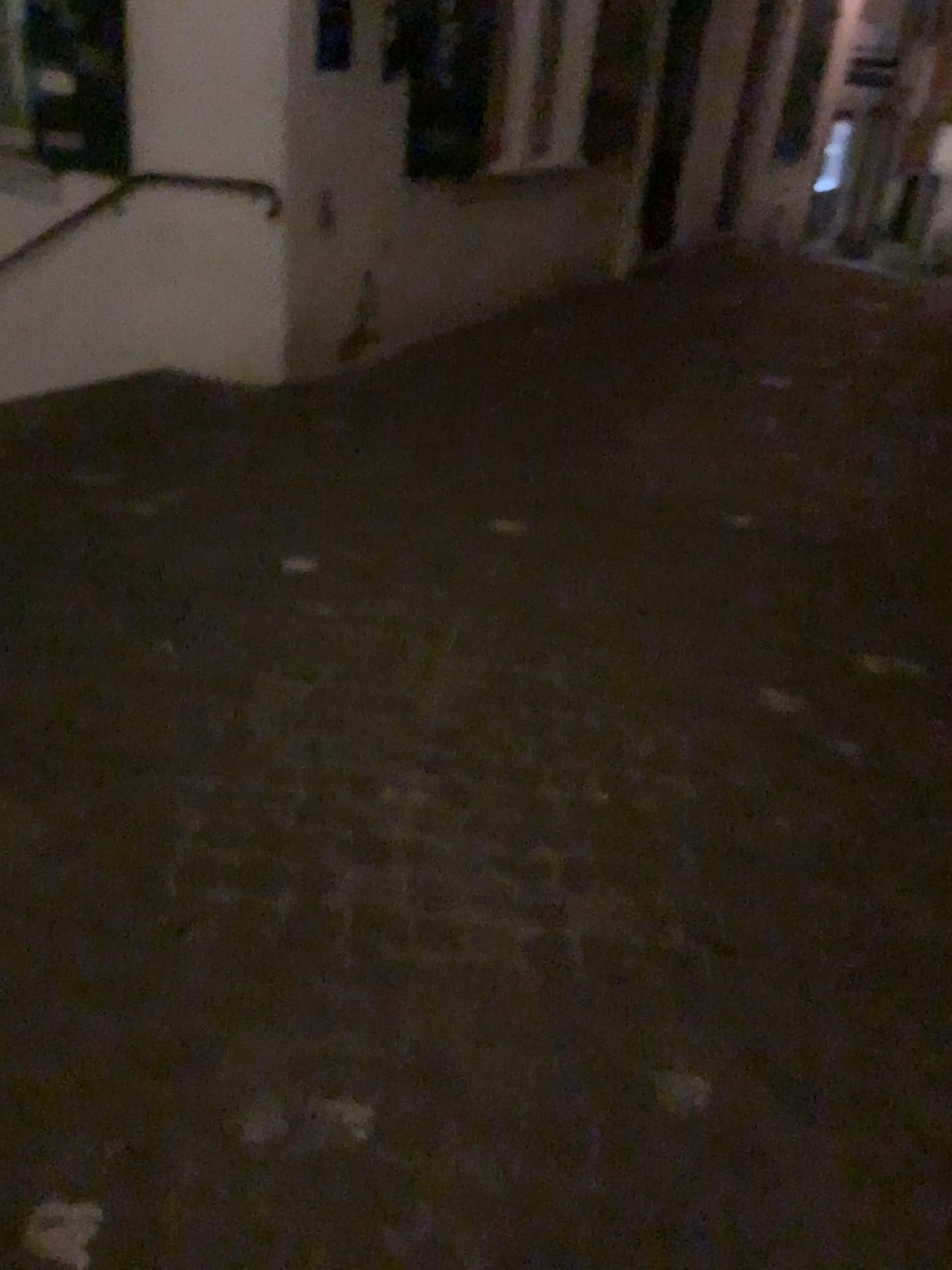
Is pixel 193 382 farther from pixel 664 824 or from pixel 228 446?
pixel 664 824
